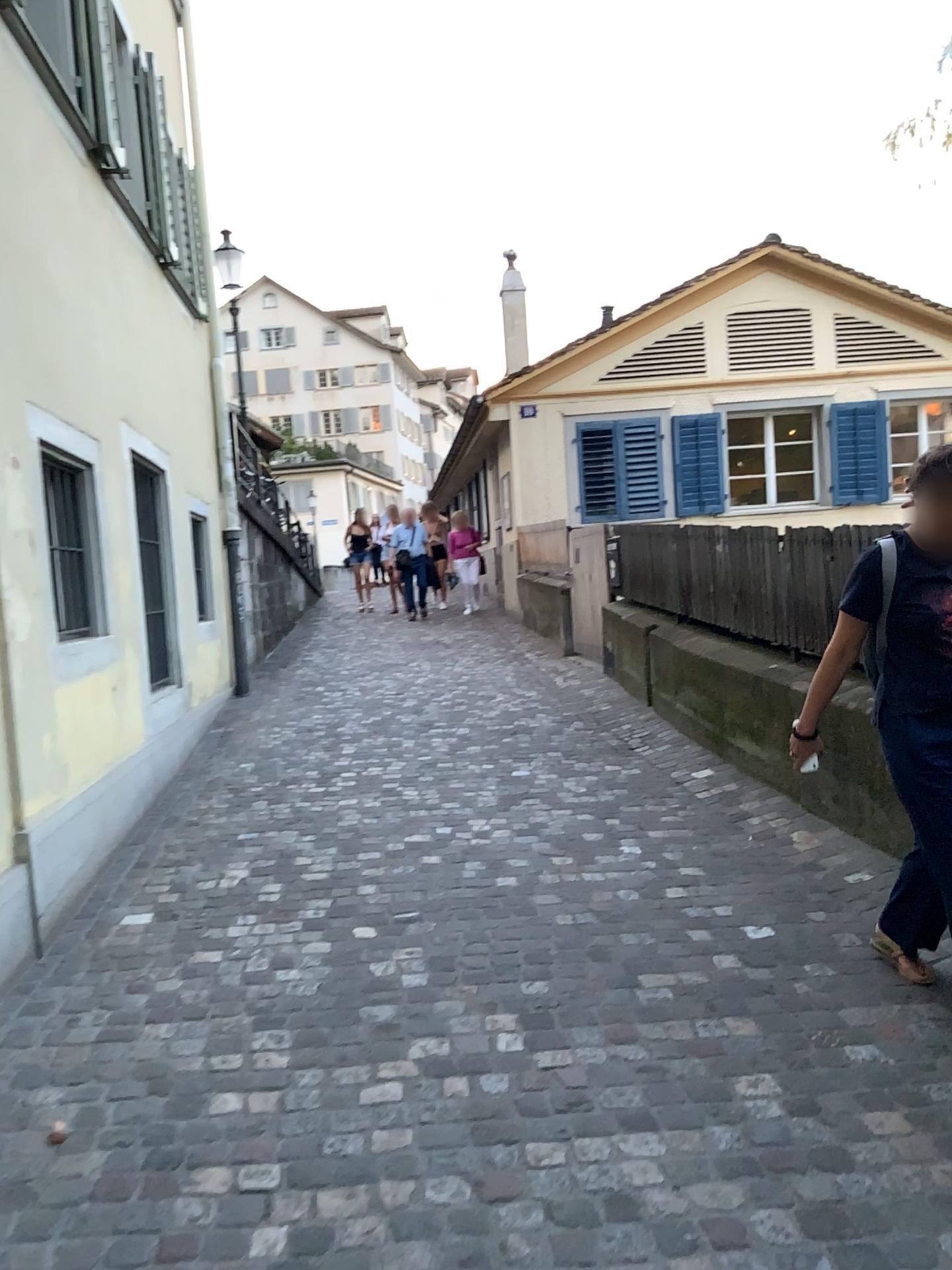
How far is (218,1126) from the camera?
2.4 meters
